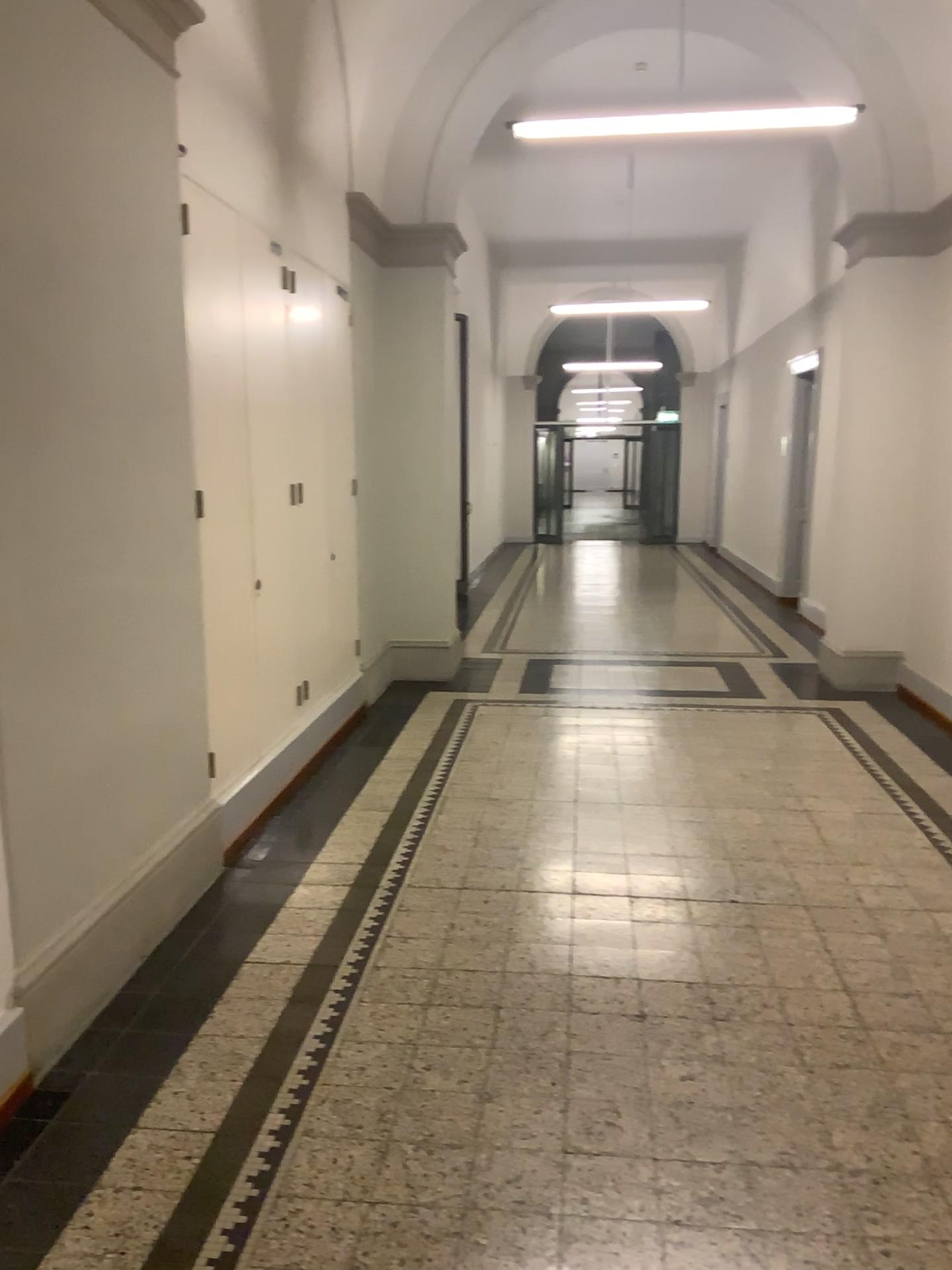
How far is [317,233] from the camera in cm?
529
